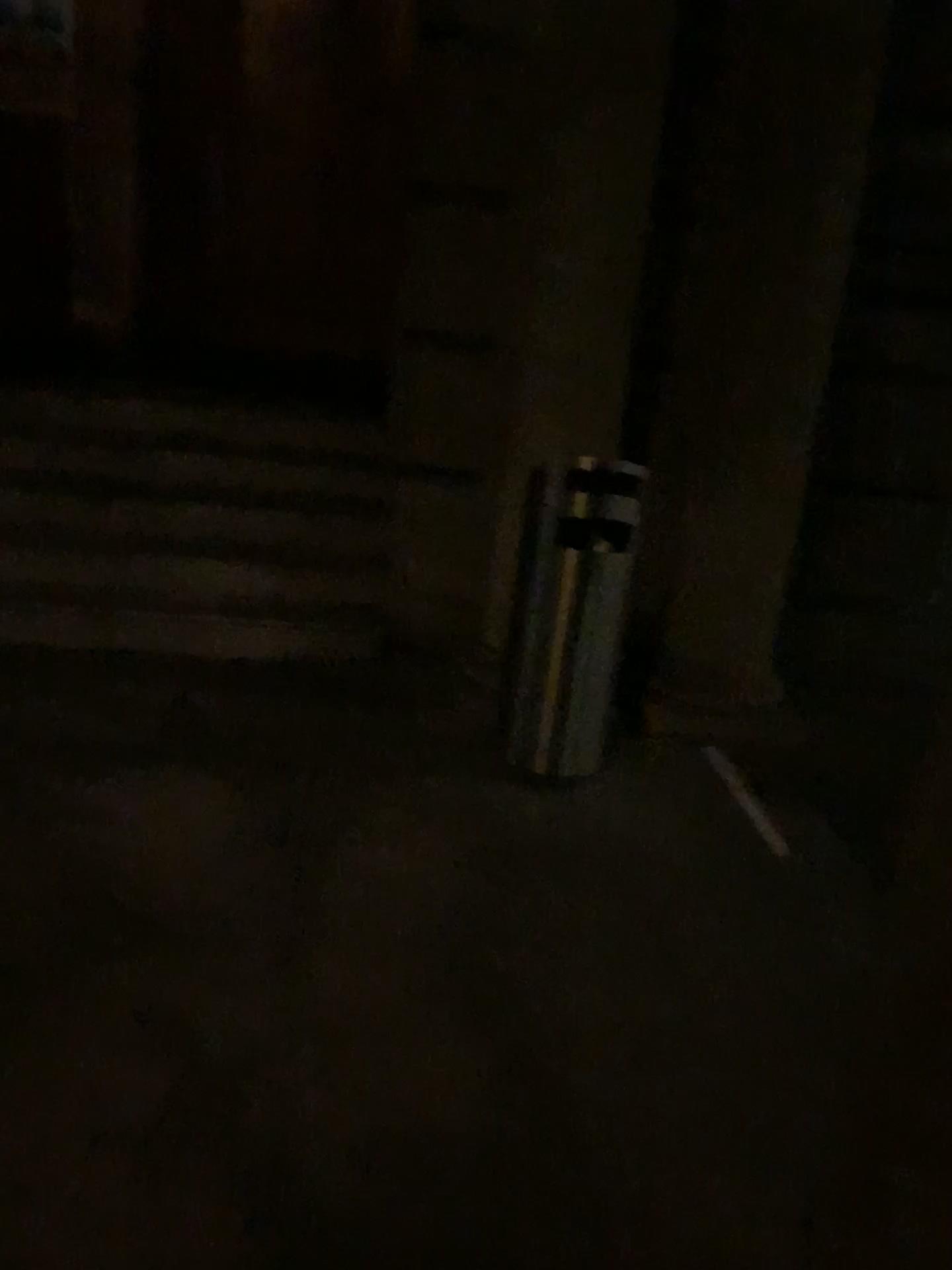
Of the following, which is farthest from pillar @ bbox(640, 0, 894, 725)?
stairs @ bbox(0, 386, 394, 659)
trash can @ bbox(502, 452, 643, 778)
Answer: stairs @ bbox(0, 386, 394, 659)

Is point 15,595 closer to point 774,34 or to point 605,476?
point 605,476

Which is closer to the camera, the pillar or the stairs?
the pillar

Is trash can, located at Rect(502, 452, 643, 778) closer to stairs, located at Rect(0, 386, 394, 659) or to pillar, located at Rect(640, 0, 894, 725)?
pillar, located at Rect(640, 0, 894, 725)

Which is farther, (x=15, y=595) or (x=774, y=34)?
(x=15, y=595)

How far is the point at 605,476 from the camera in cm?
309

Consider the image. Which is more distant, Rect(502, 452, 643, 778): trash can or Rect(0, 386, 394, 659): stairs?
Rect(0, 386, 394, 659): stairs

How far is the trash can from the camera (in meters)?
3.09

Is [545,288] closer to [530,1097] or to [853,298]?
[853,298]
